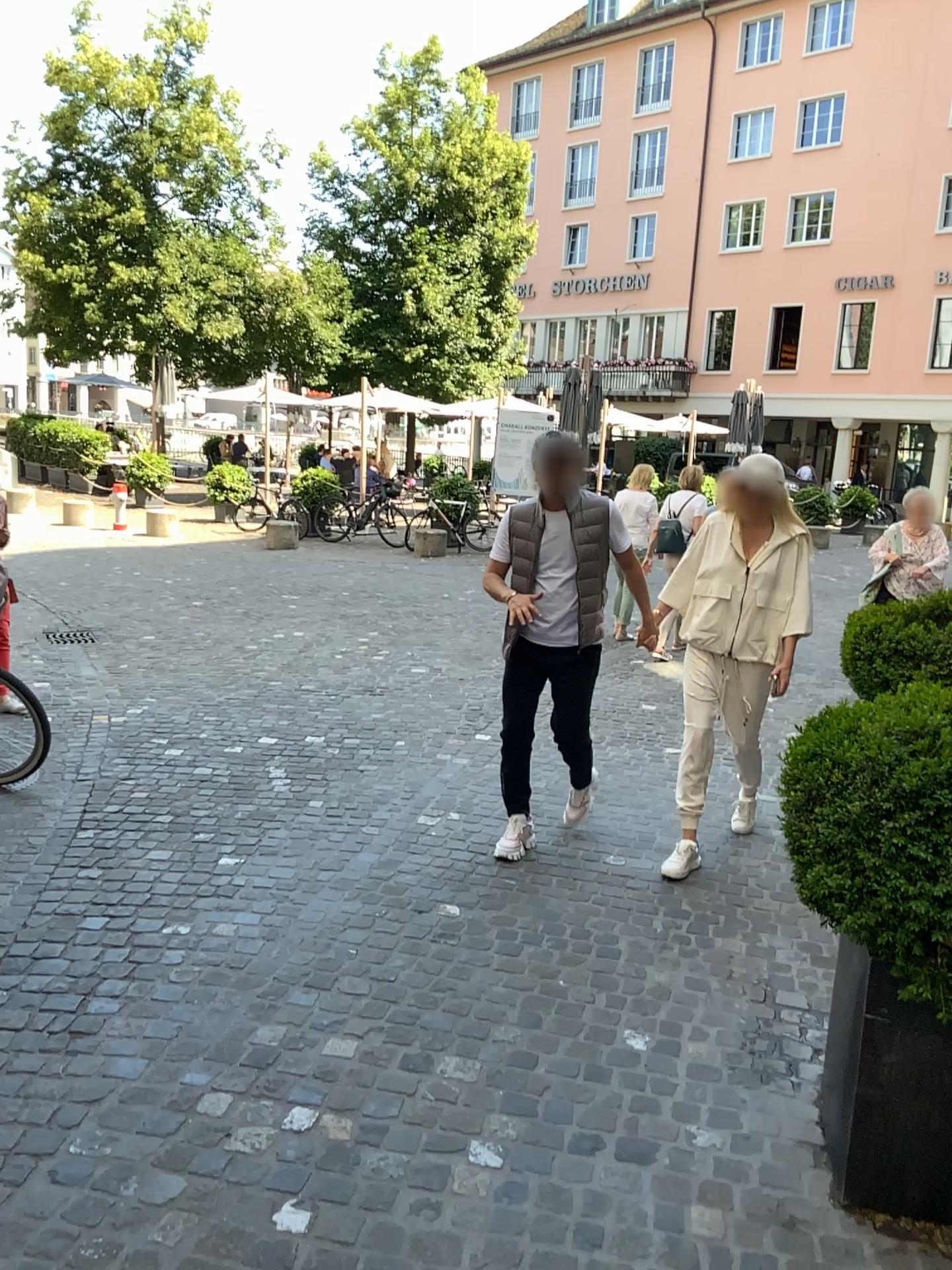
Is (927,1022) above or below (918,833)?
below

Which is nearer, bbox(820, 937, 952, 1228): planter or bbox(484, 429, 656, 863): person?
bbox(820, 937, 952, 1228): planter

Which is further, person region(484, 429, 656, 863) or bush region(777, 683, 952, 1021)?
person region(484, 429, 656, 863)

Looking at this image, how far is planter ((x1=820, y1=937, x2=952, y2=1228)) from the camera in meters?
2.2 m

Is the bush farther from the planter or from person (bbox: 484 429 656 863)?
person (bbox: 484 429 656 863)

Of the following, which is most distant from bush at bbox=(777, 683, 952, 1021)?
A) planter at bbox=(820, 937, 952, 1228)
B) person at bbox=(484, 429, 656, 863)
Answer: person at bbox=(484, 429, 656, 863)

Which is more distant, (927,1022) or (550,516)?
(550,516)

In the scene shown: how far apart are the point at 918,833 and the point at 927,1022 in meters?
0.5

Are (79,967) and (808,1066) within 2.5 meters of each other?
yes
